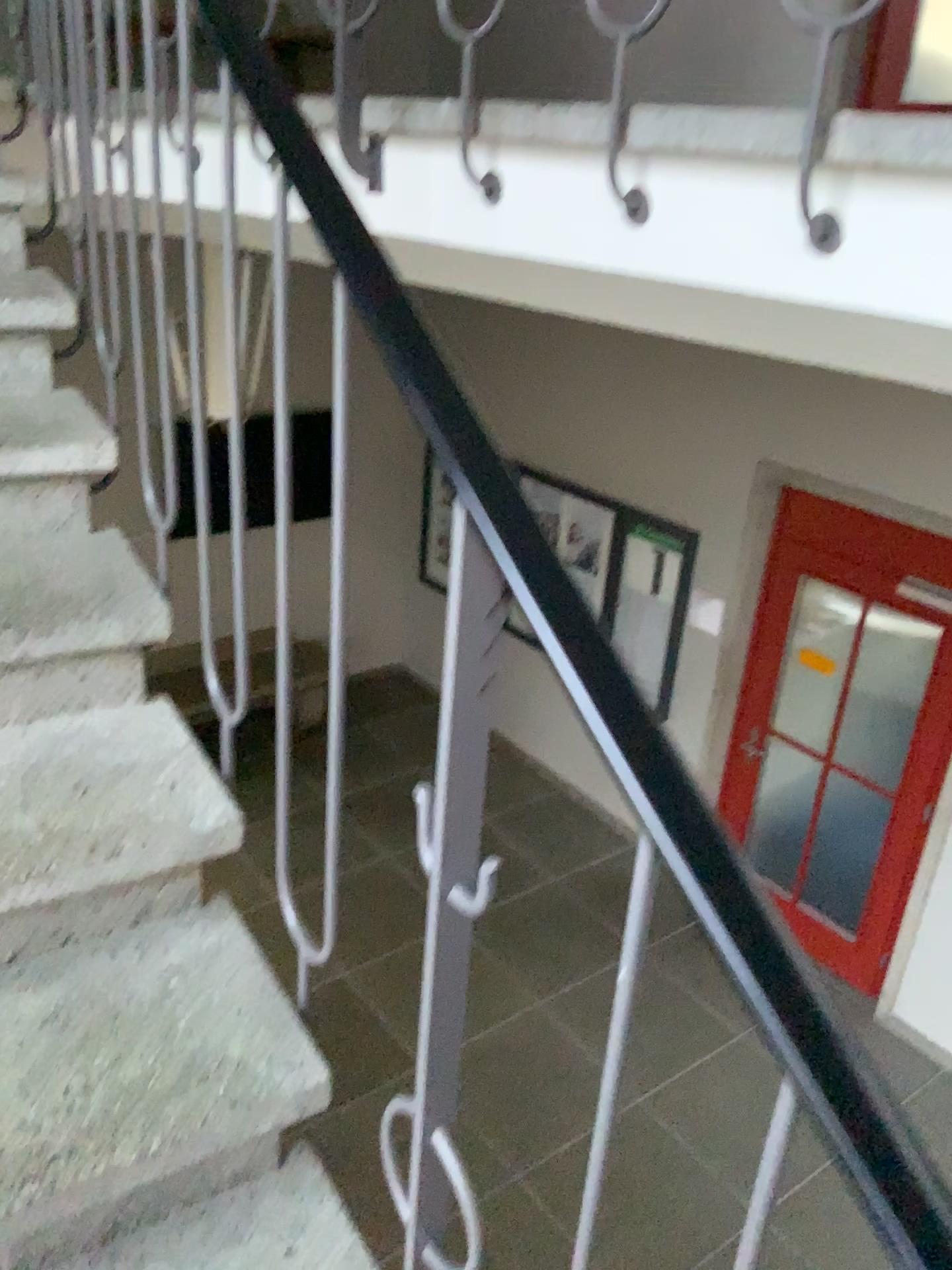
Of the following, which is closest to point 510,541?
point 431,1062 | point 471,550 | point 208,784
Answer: point 471,550
